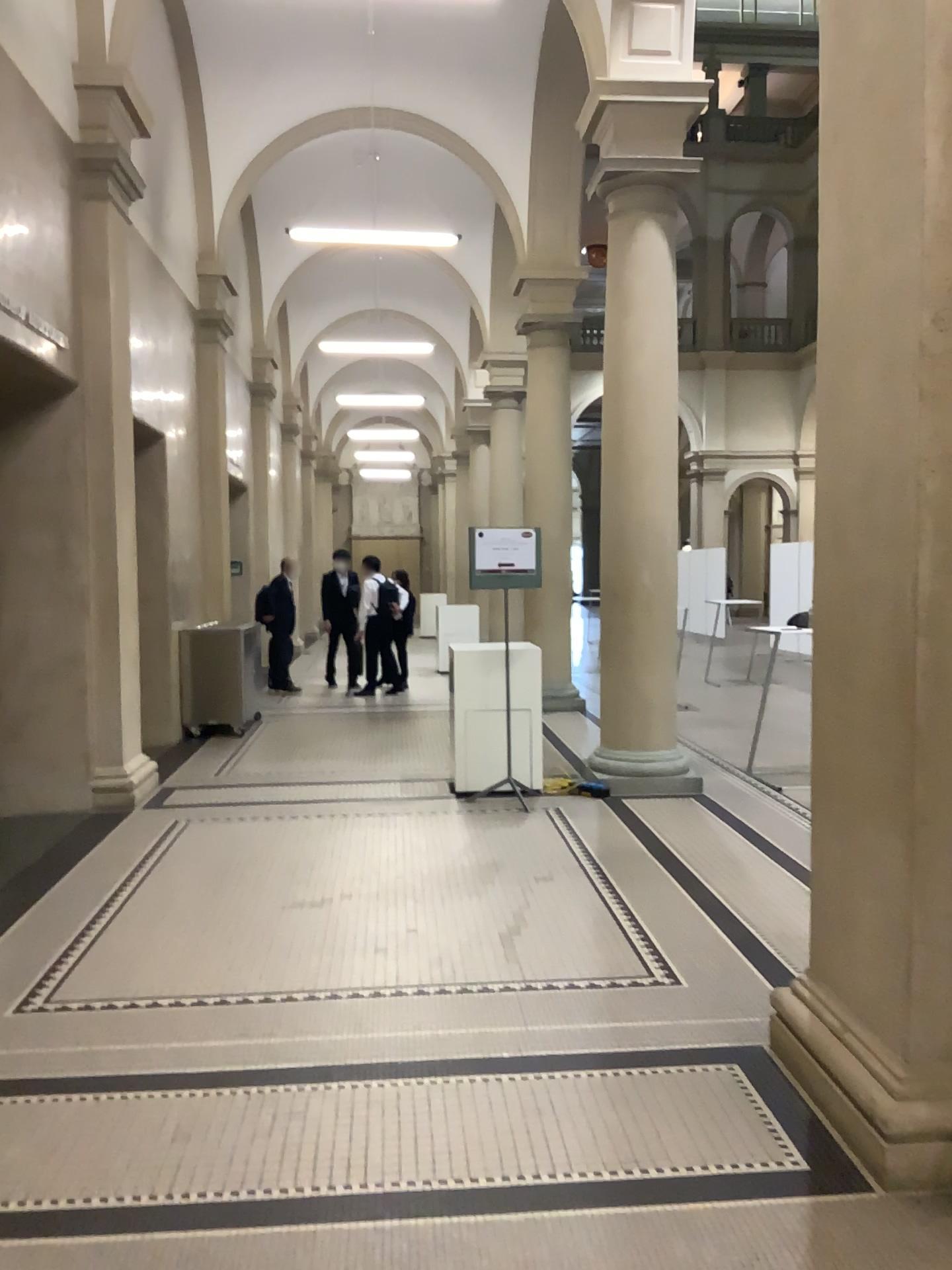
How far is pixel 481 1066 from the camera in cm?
328
